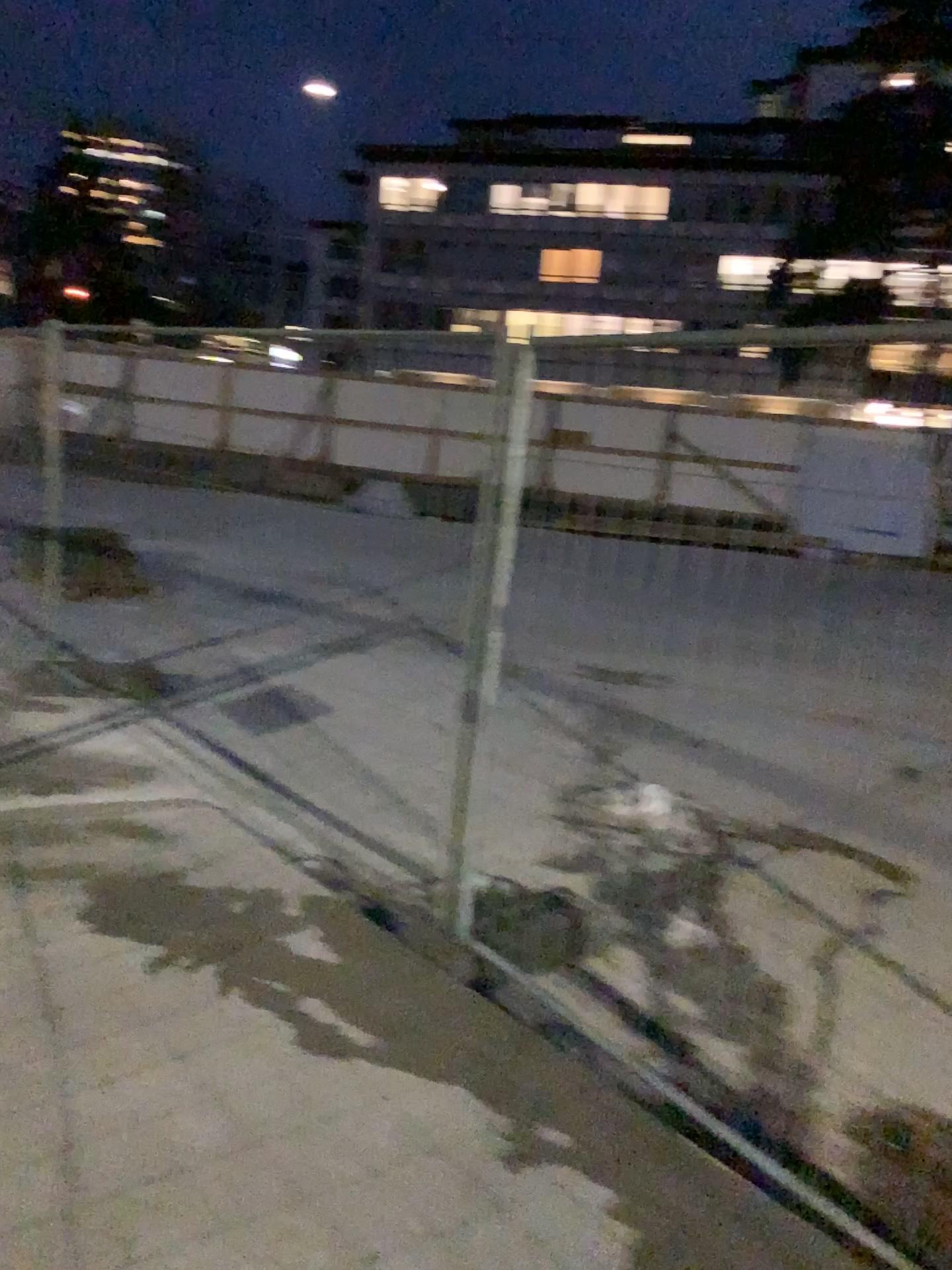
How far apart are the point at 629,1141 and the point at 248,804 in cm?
244
